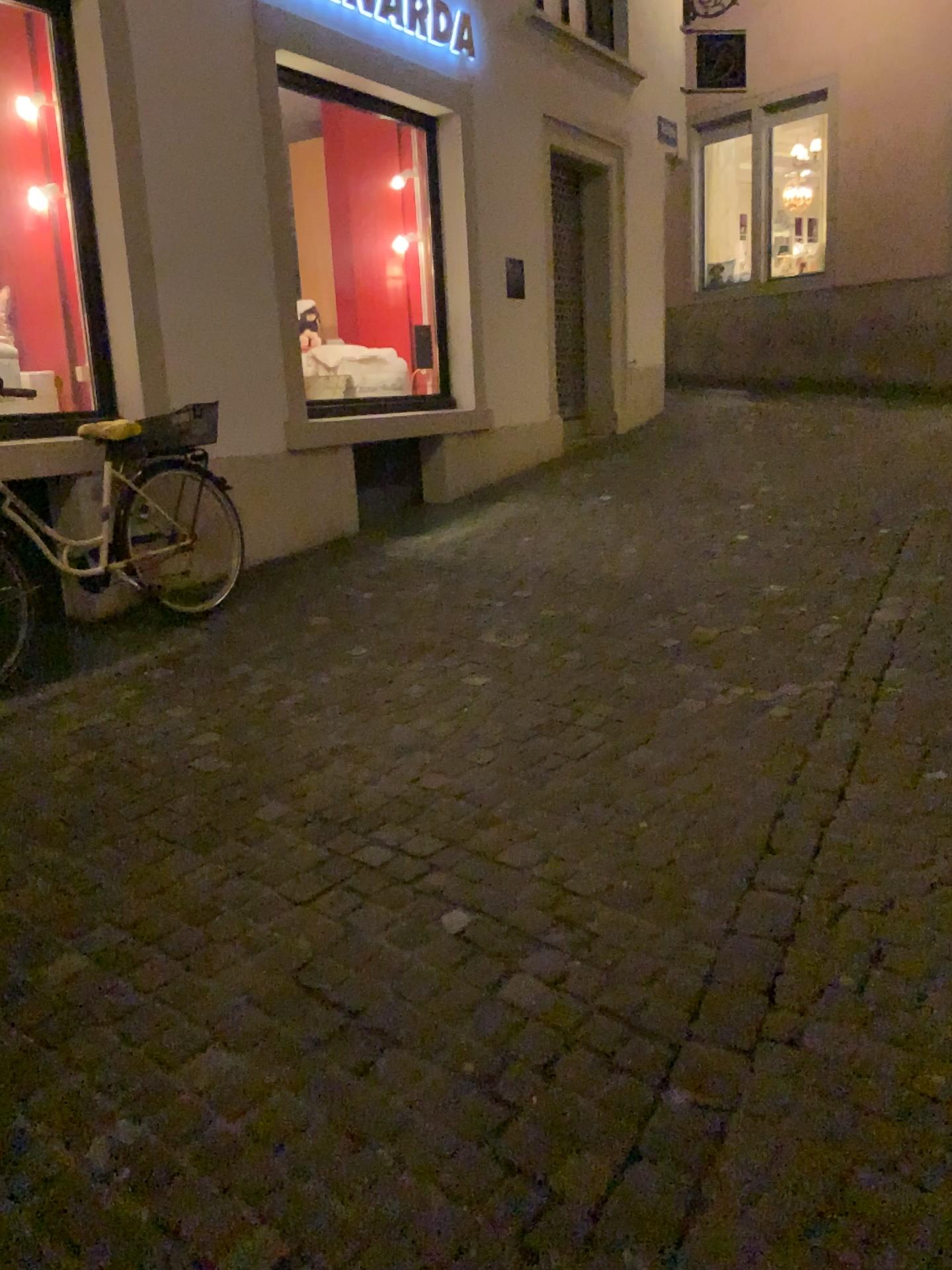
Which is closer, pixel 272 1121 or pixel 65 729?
pixel 272 1121
